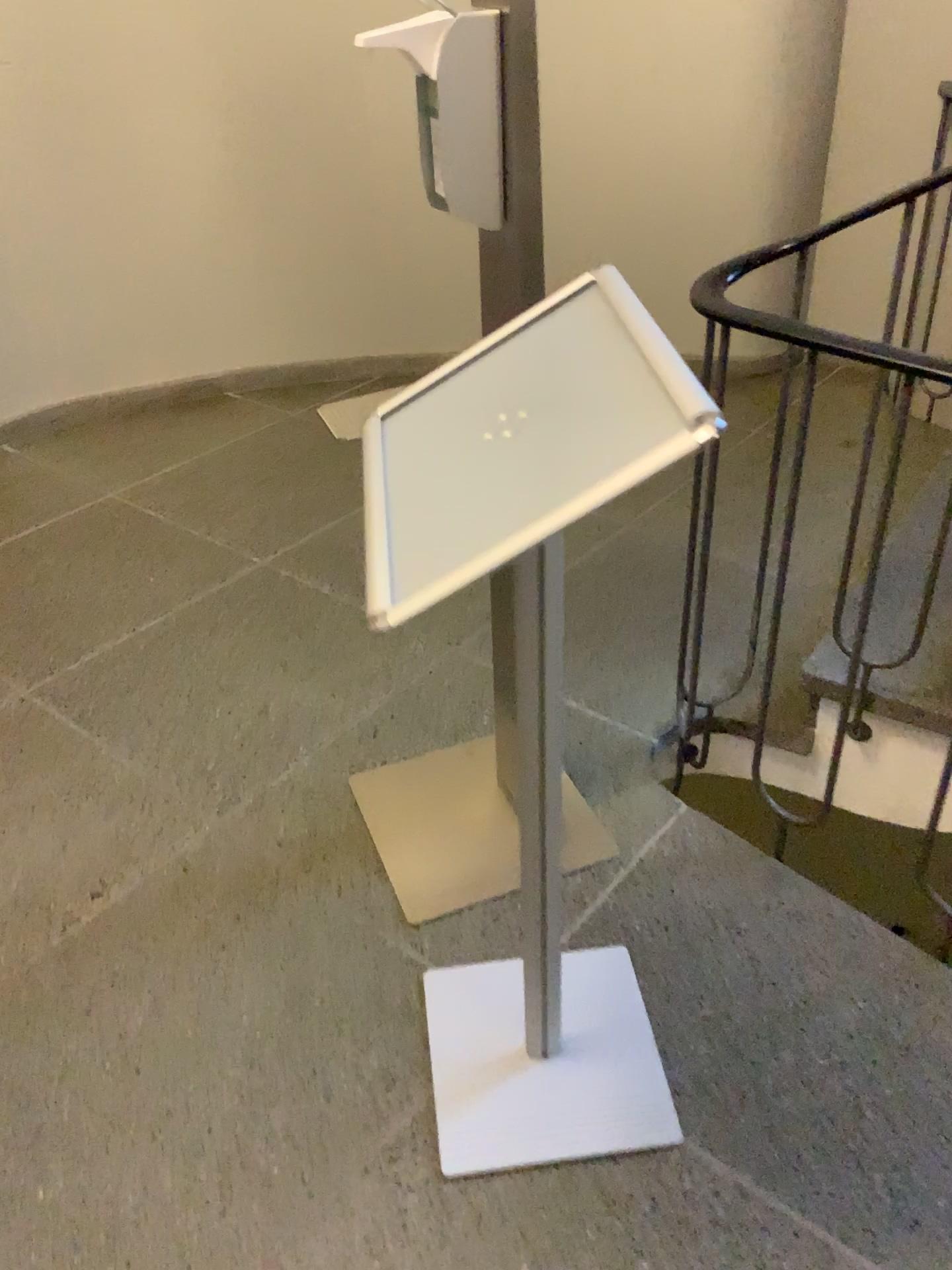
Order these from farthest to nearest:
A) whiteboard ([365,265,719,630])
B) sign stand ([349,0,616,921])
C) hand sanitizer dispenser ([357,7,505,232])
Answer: sign stand ([349,0,616,921]) < hand sanitizer dispenser ([357,7,505,232]) < whiteboard ([365,265,719,630])

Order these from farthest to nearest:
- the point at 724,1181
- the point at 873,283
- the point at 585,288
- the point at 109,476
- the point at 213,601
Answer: the point at 109,476 → the point at 873,283 → the point at 213,601 → the point at 724,1181 → the point at 585,288

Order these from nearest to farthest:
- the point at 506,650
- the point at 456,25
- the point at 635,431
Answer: the point at 635,431 → the point at 456,25 → the point at 506,650

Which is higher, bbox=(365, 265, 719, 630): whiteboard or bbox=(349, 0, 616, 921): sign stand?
bbox=(365, 265, 719, 630): whiteboard

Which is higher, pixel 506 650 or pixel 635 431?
pixel 635 431

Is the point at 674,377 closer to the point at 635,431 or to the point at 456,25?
the point at 635,431

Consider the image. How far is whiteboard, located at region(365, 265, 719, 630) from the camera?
0.8m

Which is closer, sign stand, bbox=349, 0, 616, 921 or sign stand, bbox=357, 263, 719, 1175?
sign stand, bbox=357, 263, 719, 1175

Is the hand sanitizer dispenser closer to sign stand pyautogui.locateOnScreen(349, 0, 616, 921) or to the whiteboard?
the whiteboard

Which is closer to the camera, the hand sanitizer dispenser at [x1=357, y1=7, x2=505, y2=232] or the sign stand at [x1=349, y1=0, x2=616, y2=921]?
the hand sanitizer dispenser at [x1=357, y1=7, x2=505, y2=232]
